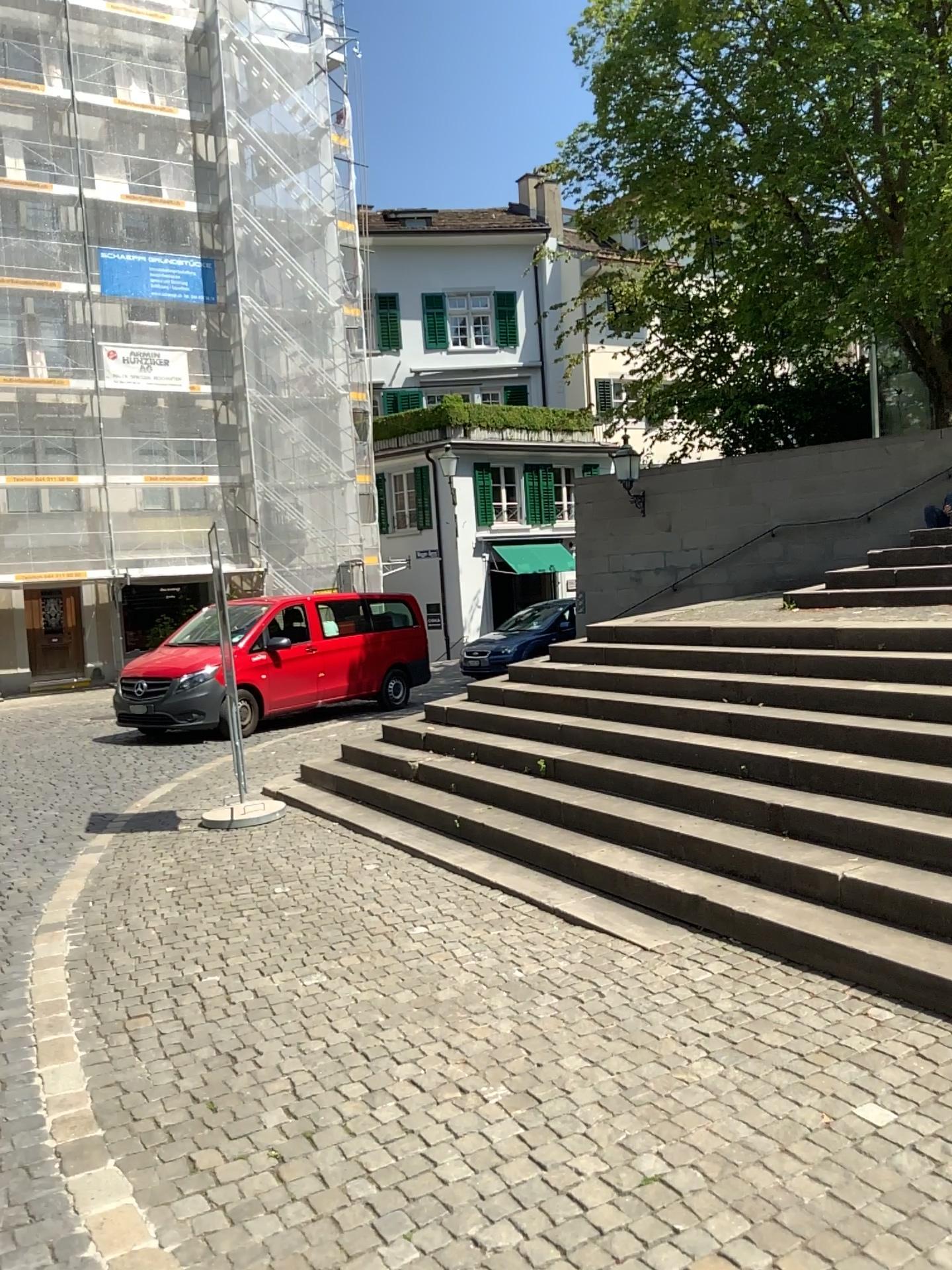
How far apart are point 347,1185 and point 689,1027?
1.4m
